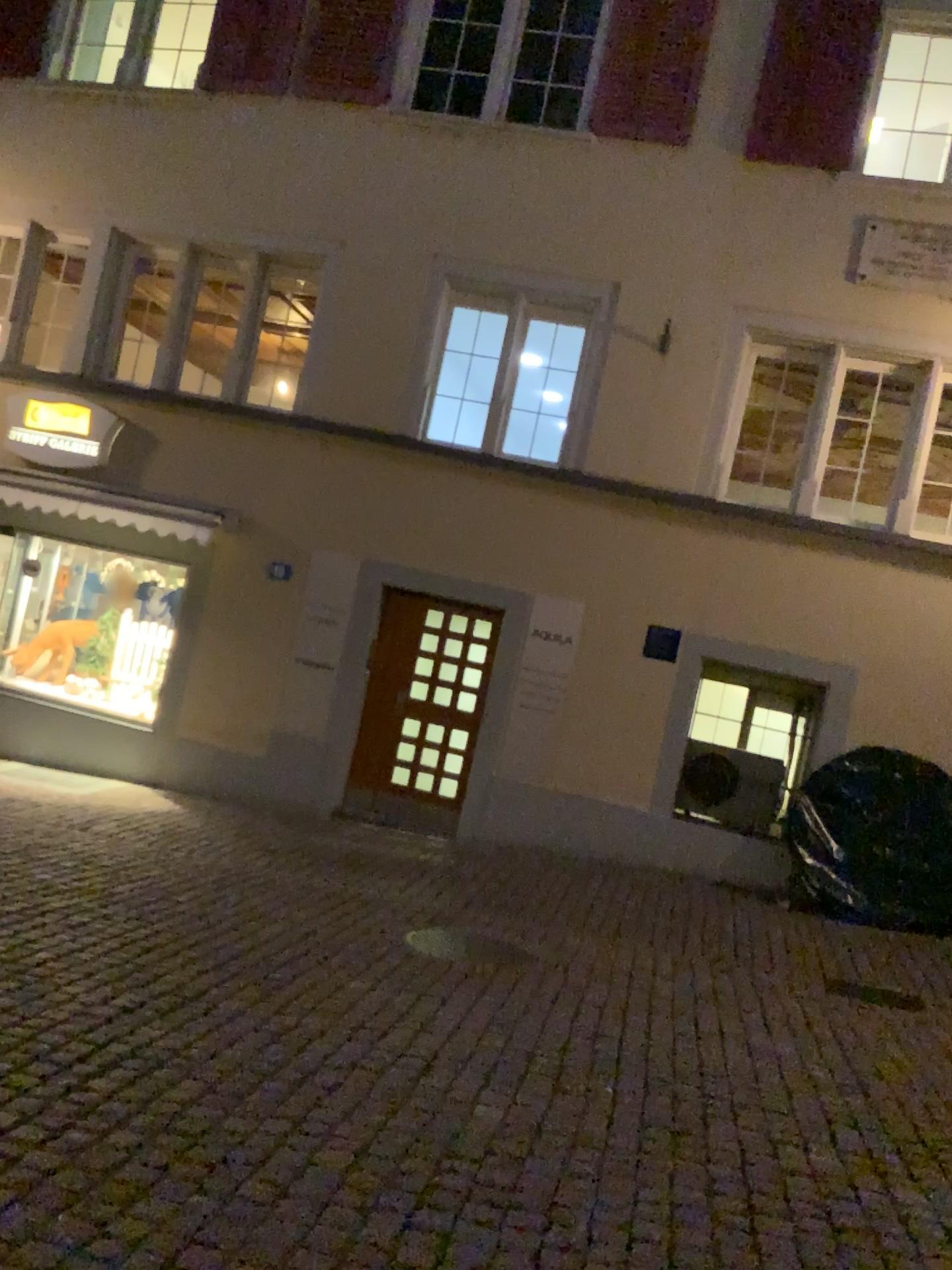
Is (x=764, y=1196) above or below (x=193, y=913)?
above
